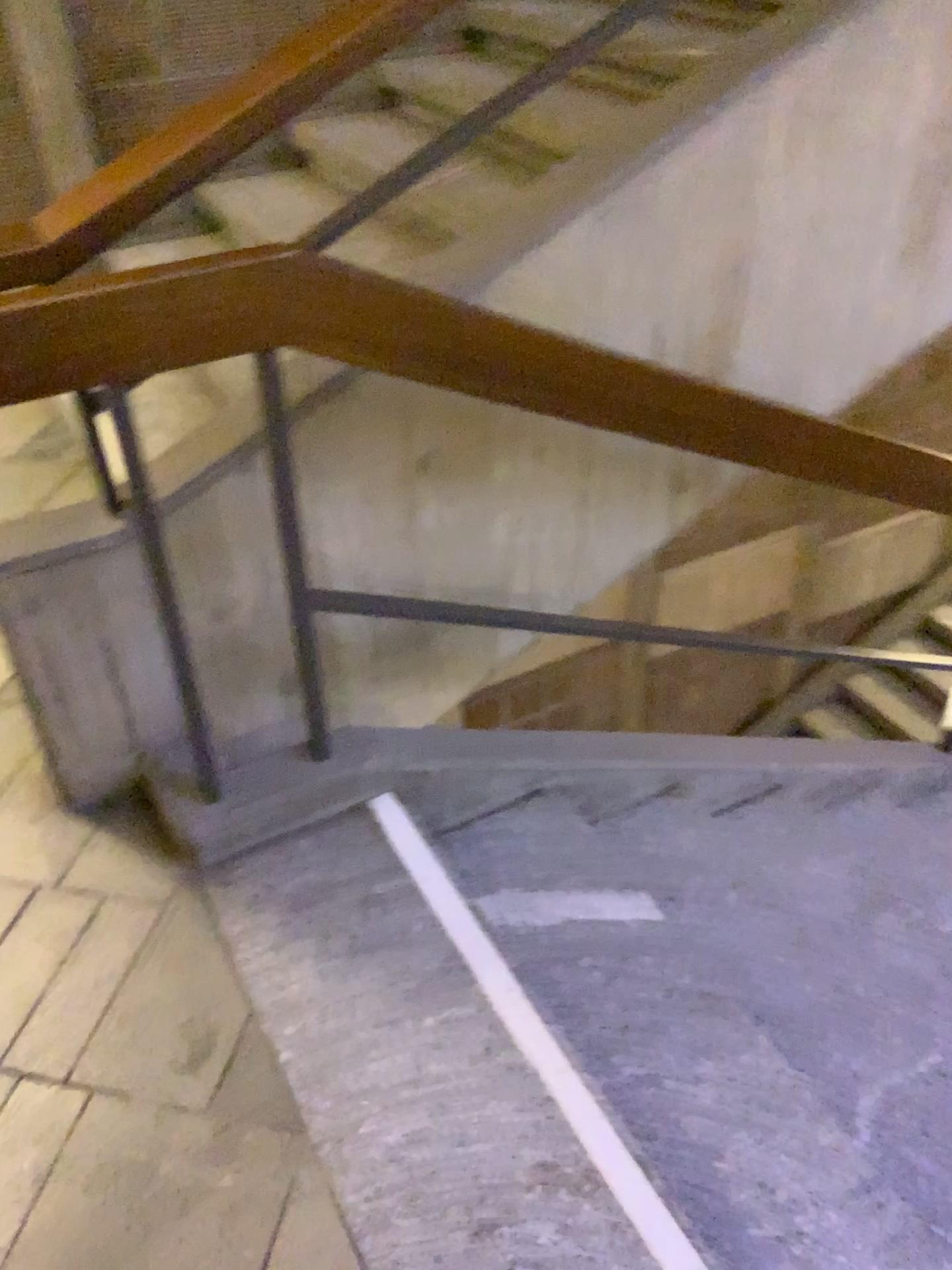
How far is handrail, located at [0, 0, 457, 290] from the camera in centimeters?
137cm

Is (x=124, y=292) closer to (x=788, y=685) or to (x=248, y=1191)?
(x=248, y=1191)

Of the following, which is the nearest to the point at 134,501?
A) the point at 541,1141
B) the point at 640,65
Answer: the point at 541,1141

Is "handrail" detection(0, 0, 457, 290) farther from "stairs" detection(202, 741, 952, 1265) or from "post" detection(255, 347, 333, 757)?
"stairs" detection(202, 741, 952, 1265)

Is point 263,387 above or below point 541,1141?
above

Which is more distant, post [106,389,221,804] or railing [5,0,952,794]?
post [106,389,221,804]

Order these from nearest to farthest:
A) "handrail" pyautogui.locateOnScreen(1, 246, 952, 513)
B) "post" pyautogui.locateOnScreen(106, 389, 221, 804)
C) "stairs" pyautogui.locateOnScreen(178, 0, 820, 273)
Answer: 1. "handrail" pyautogui.locateOnScreen(1, 246, 952, 513)
2. "post" pyautogui.locateOnScreen(106, 389, 221, 804)
3. "stairs" pyautogui.locateOnScreen(178, 0, 820, 273)

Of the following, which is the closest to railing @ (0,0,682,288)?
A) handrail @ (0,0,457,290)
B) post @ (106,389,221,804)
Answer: handrail @ (0,0,457,290)

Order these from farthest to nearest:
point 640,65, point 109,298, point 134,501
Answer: point 640,65, point 134,501, point 109,298

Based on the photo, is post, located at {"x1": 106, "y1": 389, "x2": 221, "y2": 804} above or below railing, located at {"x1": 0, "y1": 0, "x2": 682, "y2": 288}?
below
